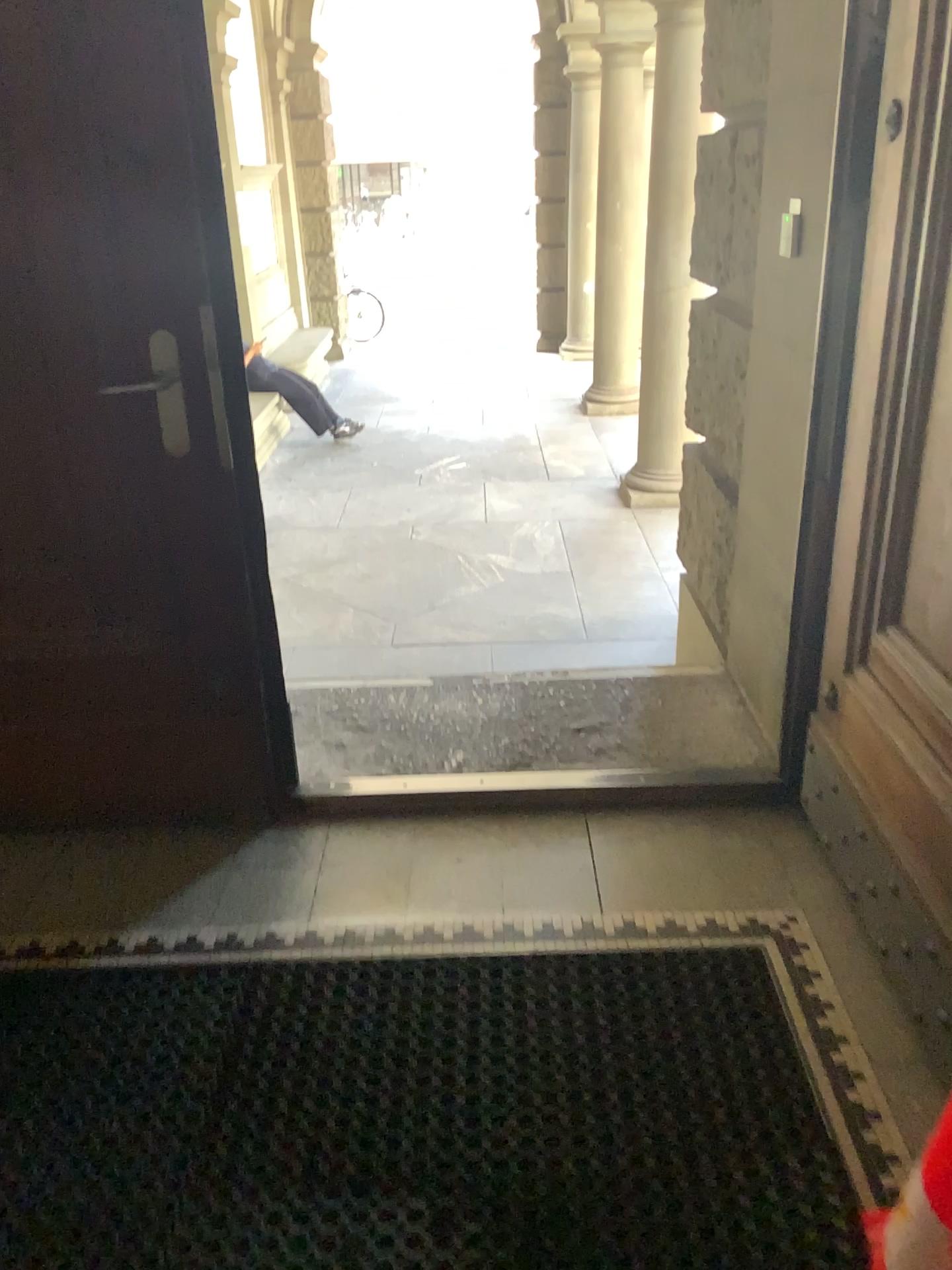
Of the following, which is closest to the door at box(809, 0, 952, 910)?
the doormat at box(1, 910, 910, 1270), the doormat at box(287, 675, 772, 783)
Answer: the doormat at box(1, 910, 910, 1270)

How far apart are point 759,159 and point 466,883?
2.0m

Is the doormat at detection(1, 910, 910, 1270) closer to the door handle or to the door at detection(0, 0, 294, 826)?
Answer: the door at detection(0, 0, 294, 826)

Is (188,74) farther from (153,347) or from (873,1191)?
(873,1191)

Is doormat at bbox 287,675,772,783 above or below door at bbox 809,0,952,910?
below

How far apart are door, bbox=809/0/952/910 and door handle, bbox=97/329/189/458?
1.3 meters

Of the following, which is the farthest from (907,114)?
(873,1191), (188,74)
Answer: (873,1191)

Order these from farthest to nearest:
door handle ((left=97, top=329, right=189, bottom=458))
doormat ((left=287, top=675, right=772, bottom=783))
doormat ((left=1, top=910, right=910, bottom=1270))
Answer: doormat ((left=287, top=675, right=772, bottom=783)) < door handle ((left=97, top=329, right=189, bottom=458)) < doormat ((left=1, top=910, right=910, bottom=1270))

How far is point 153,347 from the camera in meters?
2.0 m

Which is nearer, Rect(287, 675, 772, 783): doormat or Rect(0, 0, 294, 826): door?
Rect(0, 0, 294, 826): door
